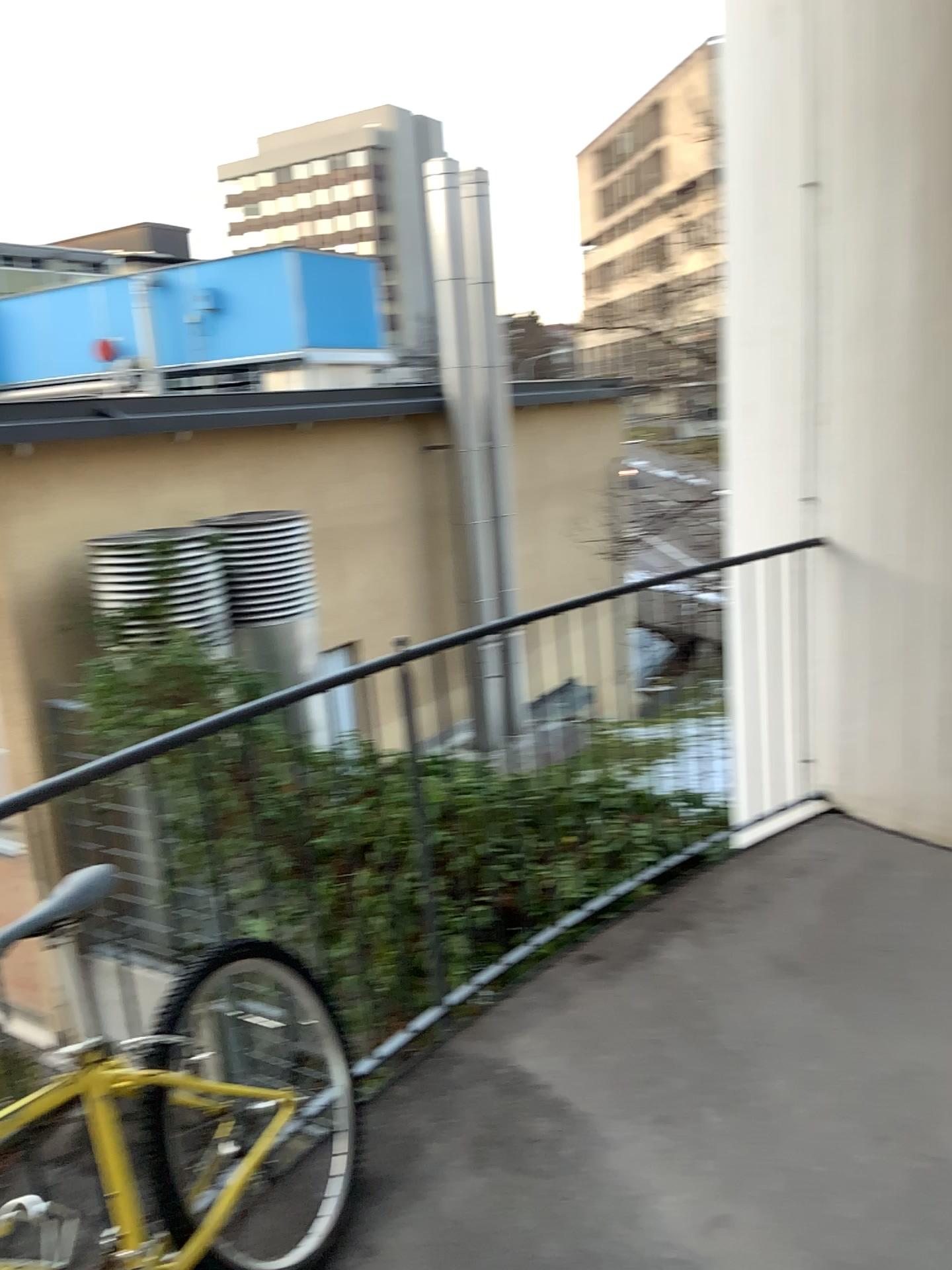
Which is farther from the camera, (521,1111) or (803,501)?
(803,501)
